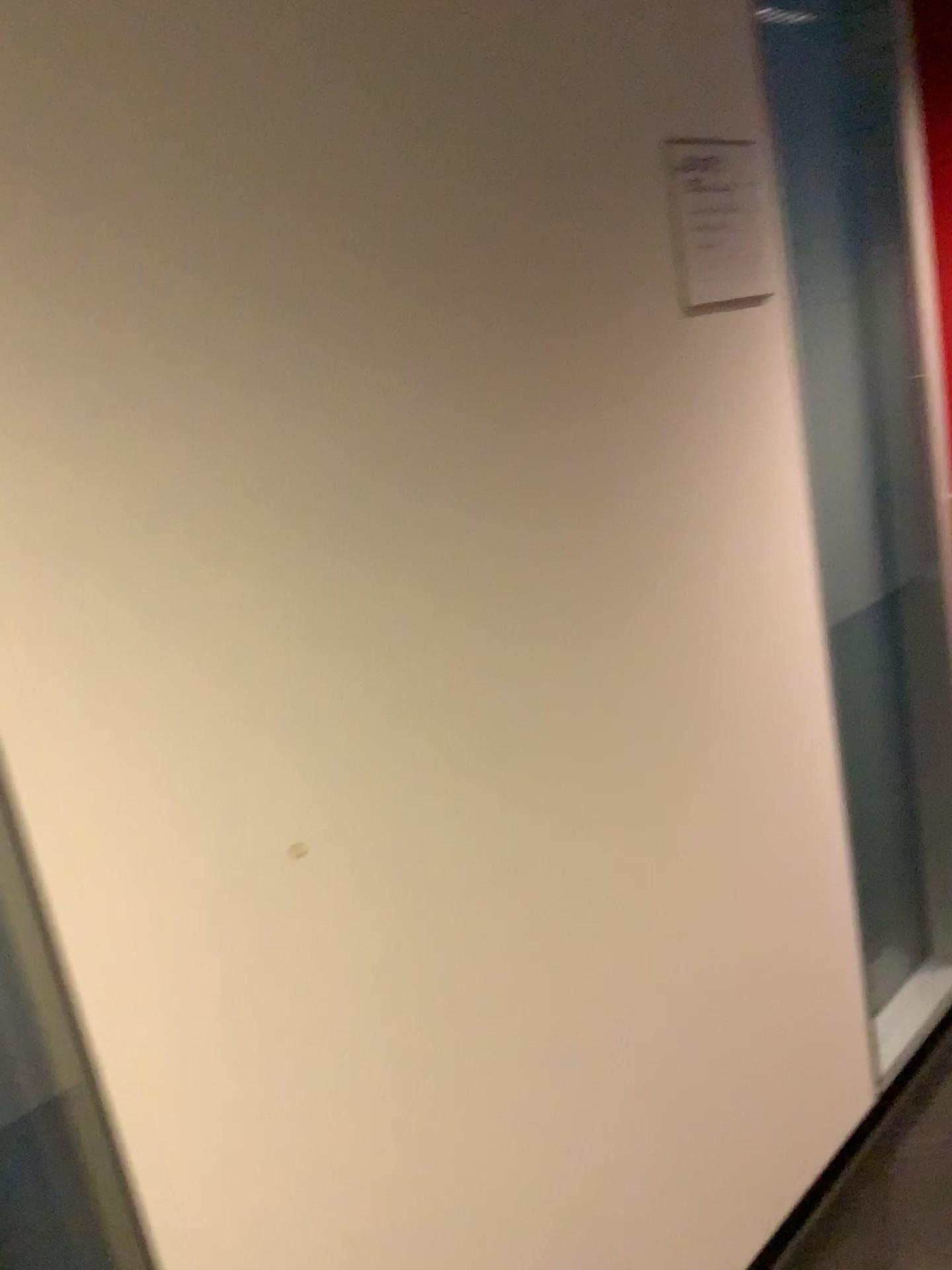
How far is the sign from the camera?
1.4m

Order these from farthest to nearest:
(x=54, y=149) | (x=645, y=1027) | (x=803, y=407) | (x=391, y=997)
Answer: (x=803, y=407) < (x=645, y=1027) < (x=391, y=997) < (x=54, y=149)

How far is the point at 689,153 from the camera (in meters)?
1.38
